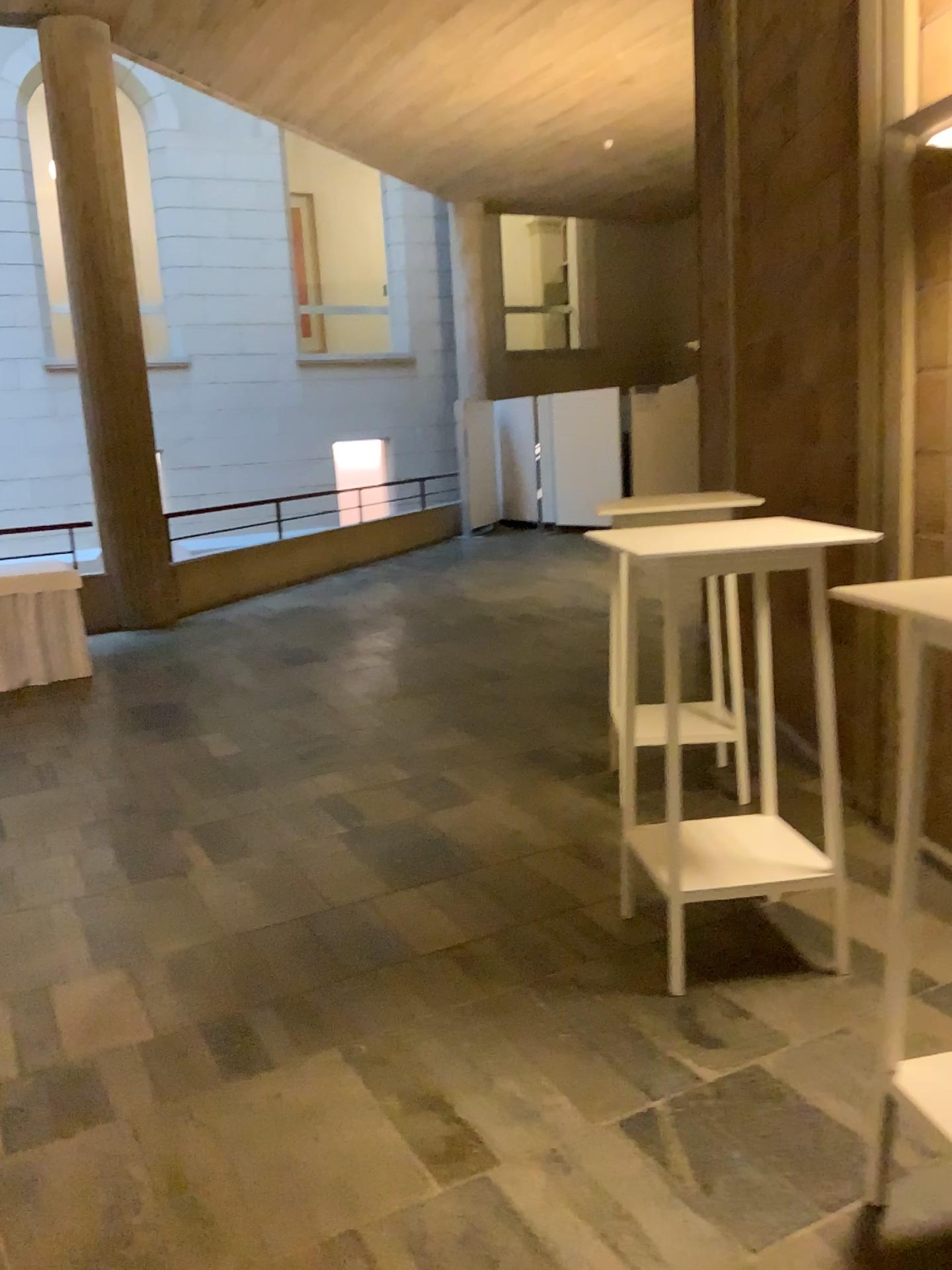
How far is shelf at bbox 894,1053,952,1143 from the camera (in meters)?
1.89

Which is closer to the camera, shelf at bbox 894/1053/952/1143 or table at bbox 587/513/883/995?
shelf at bbox 894/1053/952/1143

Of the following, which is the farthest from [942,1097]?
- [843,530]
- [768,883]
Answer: [843,530]

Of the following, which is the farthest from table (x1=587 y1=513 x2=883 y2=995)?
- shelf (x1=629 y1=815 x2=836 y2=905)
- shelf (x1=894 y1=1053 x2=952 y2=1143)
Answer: shelf (x1=894 y1=1053 x2=952 y2=1143)

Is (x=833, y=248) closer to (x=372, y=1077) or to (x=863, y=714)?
(x=863, y=714)

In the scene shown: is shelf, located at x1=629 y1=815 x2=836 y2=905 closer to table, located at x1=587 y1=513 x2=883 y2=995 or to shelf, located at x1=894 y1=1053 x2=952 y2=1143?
table, located at x1=587 y1=513 x2=883 y2=995

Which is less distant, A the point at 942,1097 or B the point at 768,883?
A the point at 942,1097

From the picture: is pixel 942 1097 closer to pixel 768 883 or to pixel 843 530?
pixel 768 883

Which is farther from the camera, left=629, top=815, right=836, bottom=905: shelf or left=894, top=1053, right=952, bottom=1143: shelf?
left=629, top=815, right=836, bottom=905: shelf
